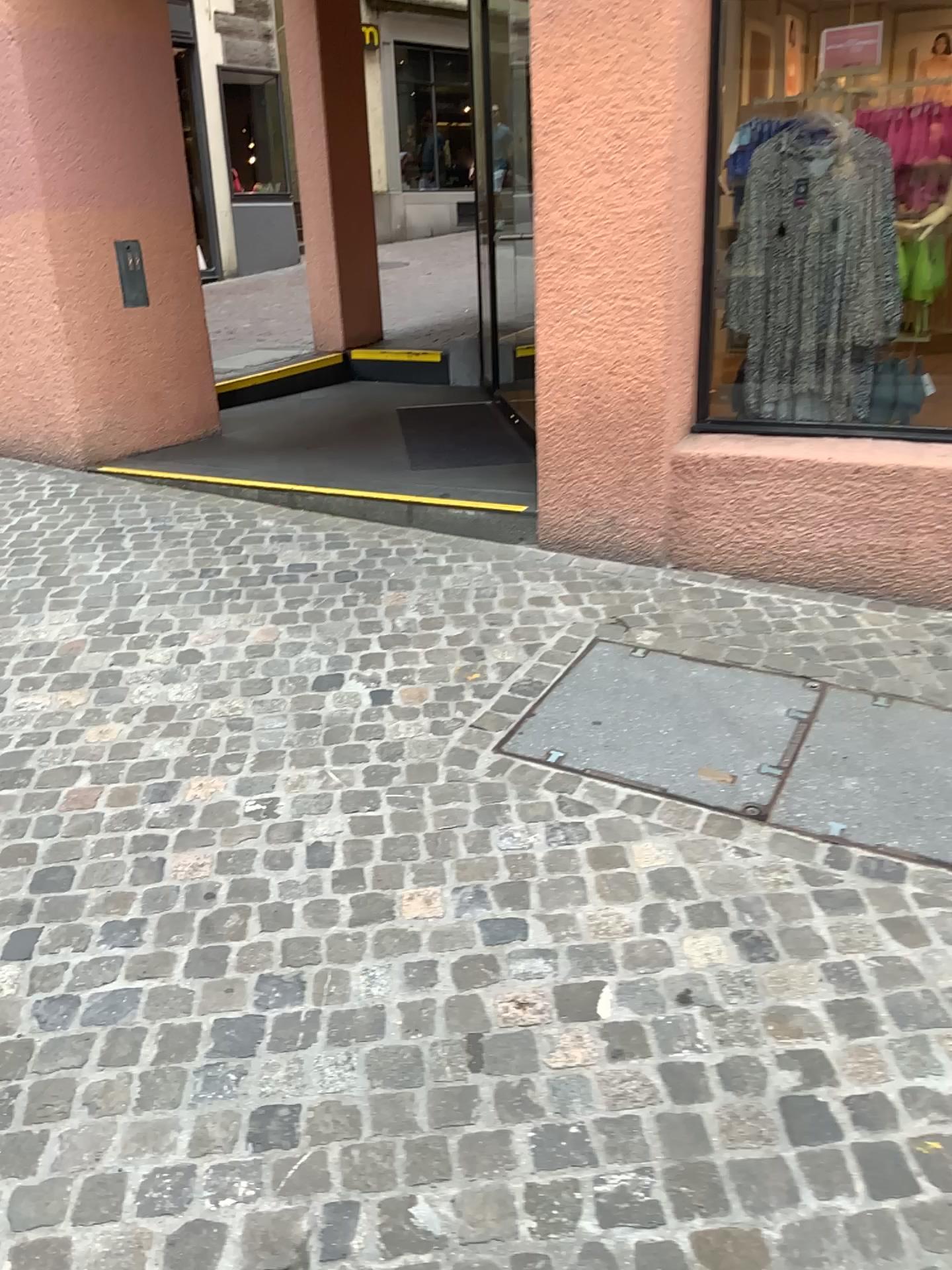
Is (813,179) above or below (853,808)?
above

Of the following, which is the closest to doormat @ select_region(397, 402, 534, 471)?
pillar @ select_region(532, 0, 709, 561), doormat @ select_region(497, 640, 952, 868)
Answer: pillar @ select_region(532, 0, 709, 561)

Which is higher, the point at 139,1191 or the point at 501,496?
the point at 501,496

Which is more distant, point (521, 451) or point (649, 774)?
point (521, 451)

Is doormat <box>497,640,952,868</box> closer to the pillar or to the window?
the pillar

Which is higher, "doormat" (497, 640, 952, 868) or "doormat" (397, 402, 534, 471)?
"doormat" (397, 402, 534, 471)

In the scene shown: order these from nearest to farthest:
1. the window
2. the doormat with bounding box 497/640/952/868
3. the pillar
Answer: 1. the doormat with bounding box 497/640/952/868
2. the pillar
3. the window

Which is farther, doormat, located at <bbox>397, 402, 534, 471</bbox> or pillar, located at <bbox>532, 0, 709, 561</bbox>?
doormat, located at <bbox>397, 402, 534, 471</bbox>

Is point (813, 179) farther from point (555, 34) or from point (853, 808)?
point (853, 808)

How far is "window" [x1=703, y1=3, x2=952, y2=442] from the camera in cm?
371
